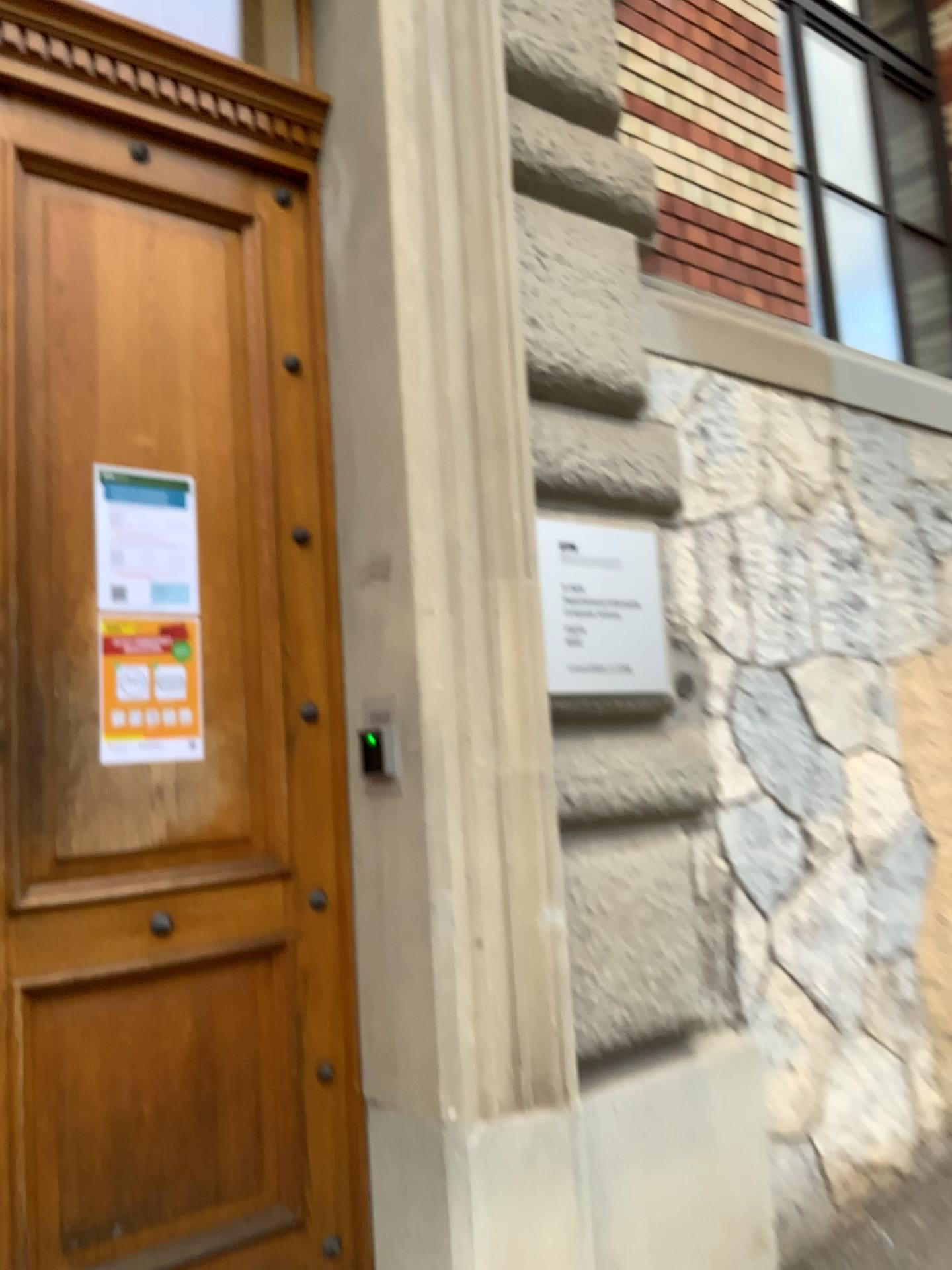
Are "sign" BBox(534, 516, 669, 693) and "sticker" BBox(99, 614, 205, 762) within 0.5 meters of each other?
no

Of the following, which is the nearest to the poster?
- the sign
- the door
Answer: the door

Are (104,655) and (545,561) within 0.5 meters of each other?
no

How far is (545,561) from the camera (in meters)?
2.39

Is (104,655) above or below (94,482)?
below

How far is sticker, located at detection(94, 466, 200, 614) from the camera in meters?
2.2 m

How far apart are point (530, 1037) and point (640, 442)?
1.4m

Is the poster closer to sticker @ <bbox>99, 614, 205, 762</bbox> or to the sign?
sticker @ <bbox>99, 614, 205, 762</bbox>

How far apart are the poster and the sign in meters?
0.8

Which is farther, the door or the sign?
the sign
